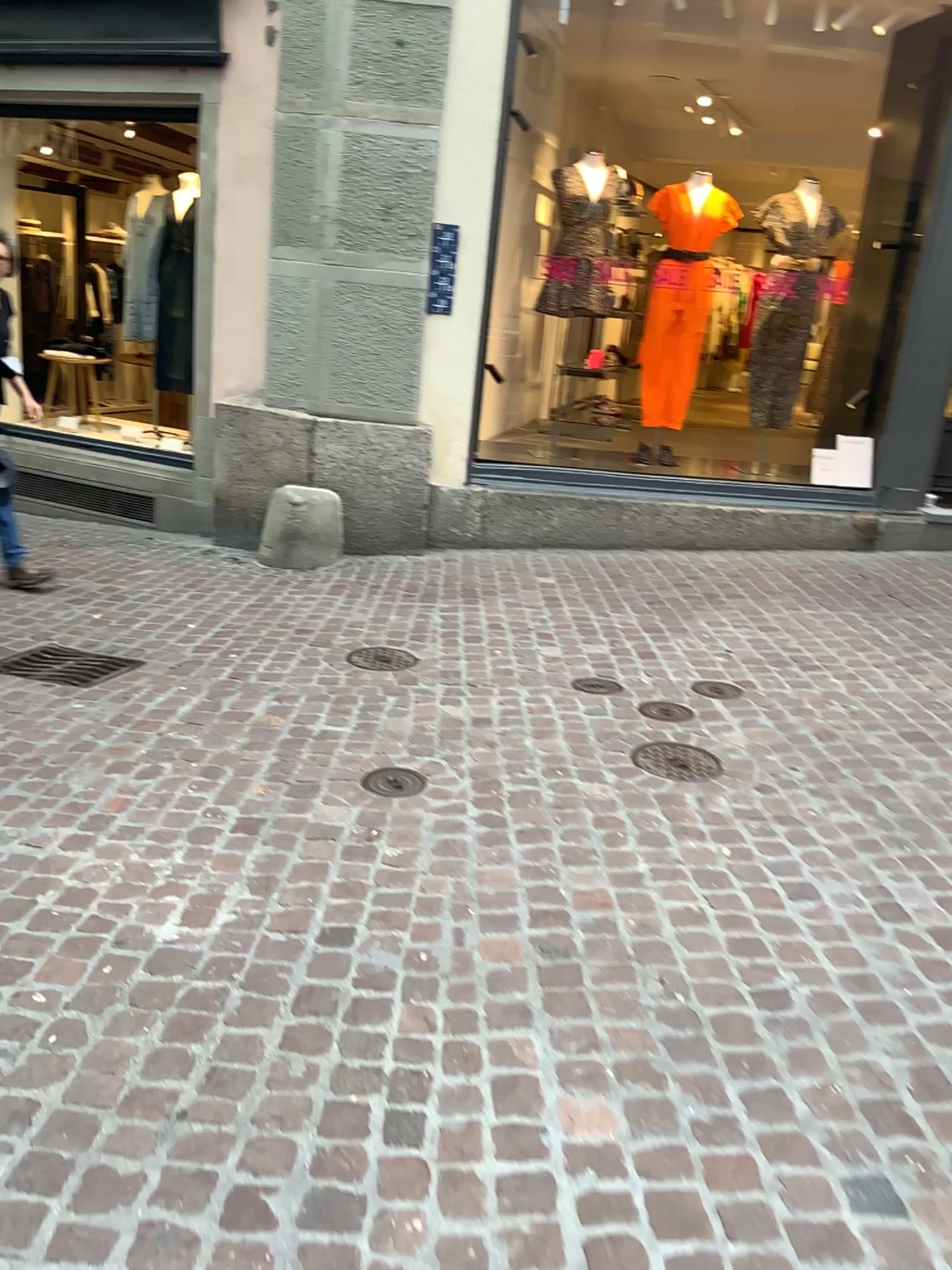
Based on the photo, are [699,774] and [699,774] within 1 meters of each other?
yes

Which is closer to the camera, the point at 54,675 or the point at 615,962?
the point at 615,962

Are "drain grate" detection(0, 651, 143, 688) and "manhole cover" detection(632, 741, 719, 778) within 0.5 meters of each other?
no

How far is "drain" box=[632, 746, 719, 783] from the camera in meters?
3.4

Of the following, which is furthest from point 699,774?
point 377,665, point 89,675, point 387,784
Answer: point 89,675

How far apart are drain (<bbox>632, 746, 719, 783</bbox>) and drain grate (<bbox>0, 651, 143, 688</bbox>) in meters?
2.0 m

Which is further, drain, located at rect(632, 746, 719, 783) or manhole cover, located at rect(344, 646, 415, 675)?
manhole cover, located at rect(344, 646, 415, 675)

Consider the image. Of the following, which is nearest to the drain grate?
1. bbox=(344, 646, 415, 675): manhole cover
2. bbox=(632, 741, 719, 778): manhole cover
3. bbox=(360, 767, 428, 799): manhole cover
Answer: bbox=(344, 646, 415, 675): manhole cover

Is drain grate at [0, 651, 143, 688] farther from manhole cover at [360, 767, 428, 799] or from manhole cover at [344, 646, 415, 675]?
manhole cover at [360, 767, 428, 799]

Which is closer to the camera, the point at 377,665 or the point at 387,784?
the point at 387,784
